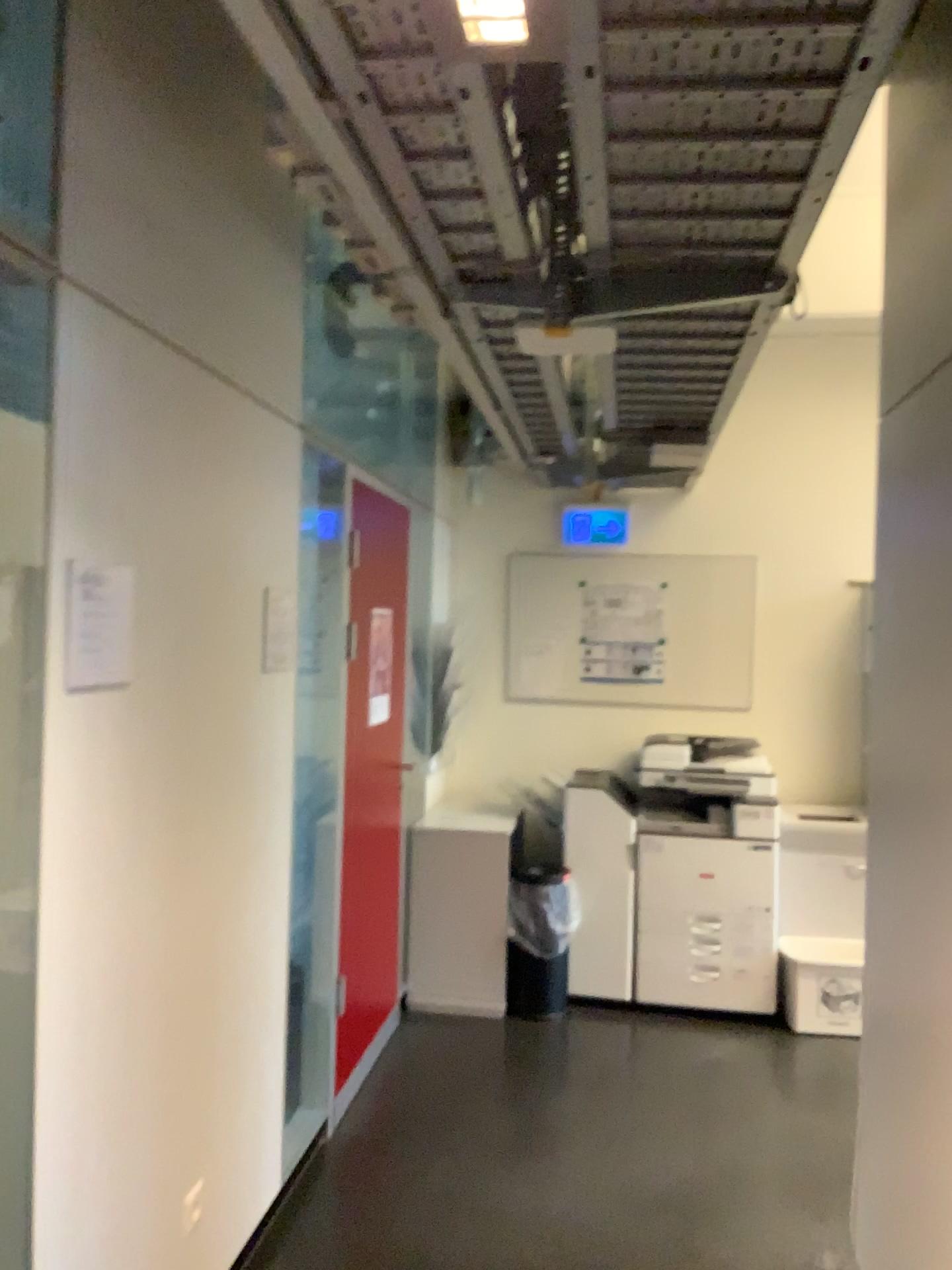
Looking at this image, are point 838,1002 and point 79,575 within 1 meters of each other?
no

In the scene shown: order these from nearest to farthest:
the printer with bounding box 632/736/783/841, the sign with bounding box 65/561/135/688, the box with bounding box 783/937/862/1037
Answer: the sign with bounding box 65/561/135/688
the box with bounding box 783/937/862/1037
the printer with bounding box 632/736/783/841

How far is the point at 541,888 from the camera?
4.43m

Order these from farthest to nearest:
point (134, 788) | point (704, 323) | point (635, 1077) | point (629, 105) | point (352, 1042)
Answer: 1. point (635, 1077)
2. point (352, 1042)
3. point (704, 323)
4. point (134, 788)
5. point (629, 105)

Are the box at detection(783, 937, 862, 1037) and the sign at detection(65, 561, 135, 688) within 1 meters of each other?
no

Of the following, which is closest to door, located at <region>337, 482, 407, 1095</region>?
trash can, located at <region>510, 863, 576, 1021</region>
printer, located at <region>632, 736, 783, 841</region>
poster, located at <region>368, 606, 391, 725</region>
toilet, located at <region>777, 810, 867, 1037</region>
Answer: poster, located at <region>368, 606, 391, 725</region>

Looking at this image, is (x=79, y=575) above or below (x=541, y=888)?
above

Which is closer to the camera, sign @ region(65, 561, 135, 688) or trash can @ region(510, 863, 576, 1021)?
sign @ region(65, 561, 135, 688)

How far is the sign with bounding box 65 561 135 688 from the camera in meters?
1.8

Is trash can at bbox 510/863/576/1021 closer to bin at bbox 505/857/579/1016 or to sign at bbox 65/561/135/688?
bin at bbox 505/857/579/1016
